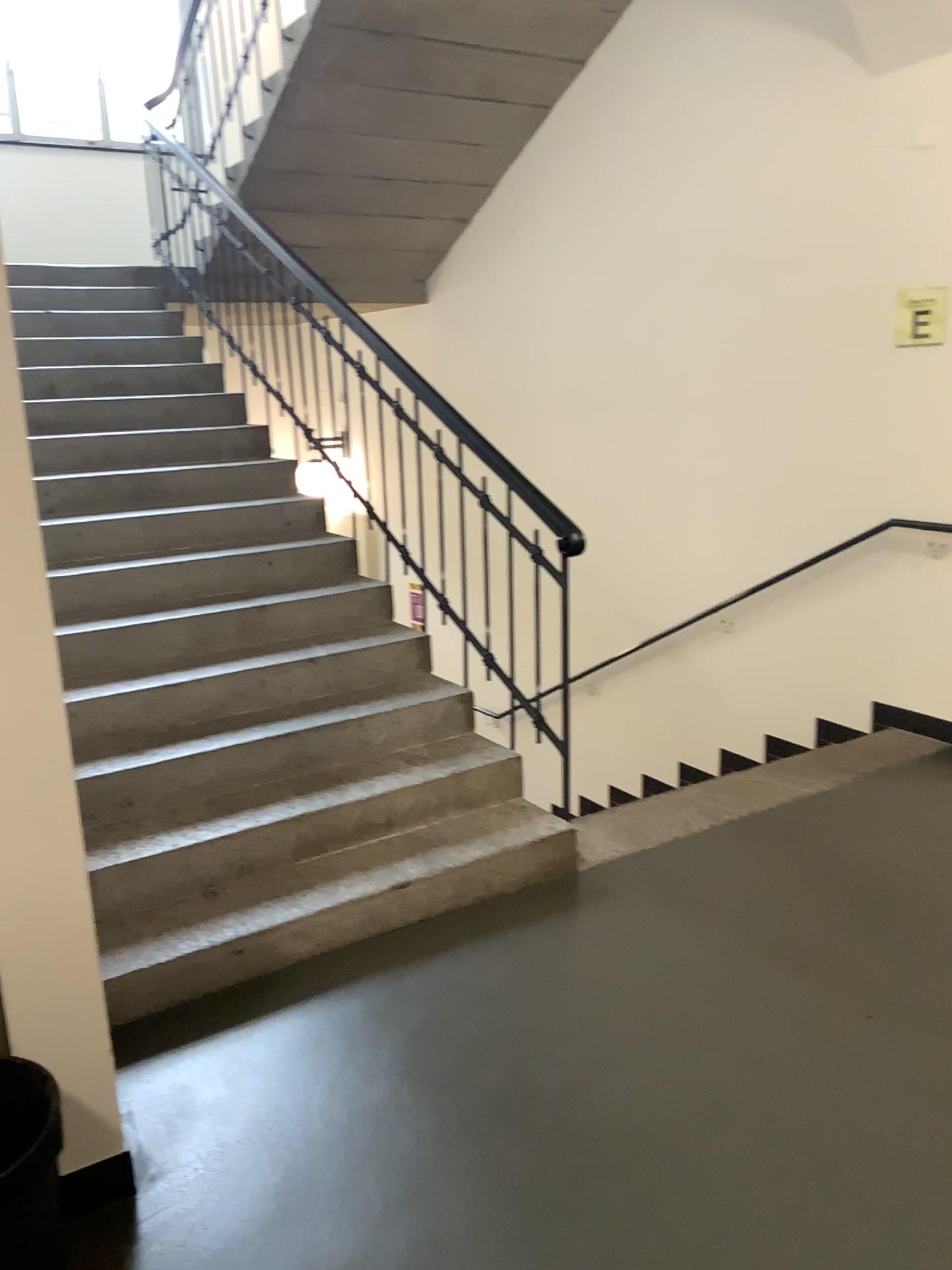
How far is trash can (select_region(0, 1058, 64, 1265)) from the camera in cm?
182

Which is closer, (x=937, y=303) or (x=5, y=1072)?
(x=5, y=1072)

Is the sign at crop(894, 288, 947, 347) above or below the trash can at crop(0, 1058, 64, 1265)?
above

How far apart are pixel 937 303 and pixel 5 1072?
3.9m

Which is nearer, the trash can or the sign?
the trash can

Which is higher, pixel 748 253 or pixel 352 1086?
pixel 748 253

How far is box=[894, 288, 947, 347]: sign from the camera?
4.02m

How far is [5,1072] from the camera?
1.8m

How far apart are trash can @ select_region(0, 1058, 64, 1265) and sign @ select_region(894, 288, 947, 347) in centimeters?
383cm
